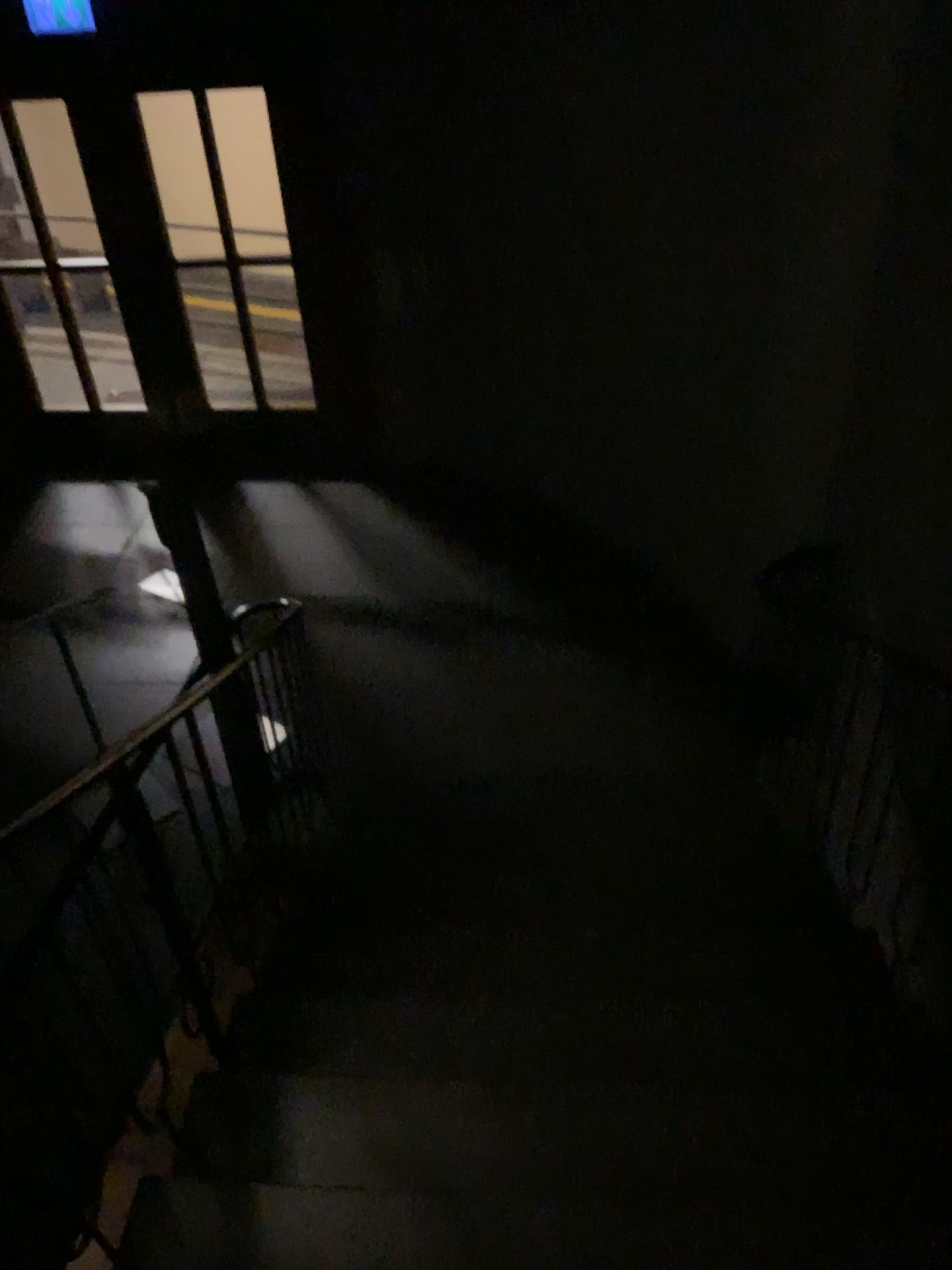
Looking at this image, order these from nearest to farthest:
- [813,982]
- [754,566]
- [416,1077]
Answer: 1. [416,1077]
2. [813,982]
3. [754,566]
